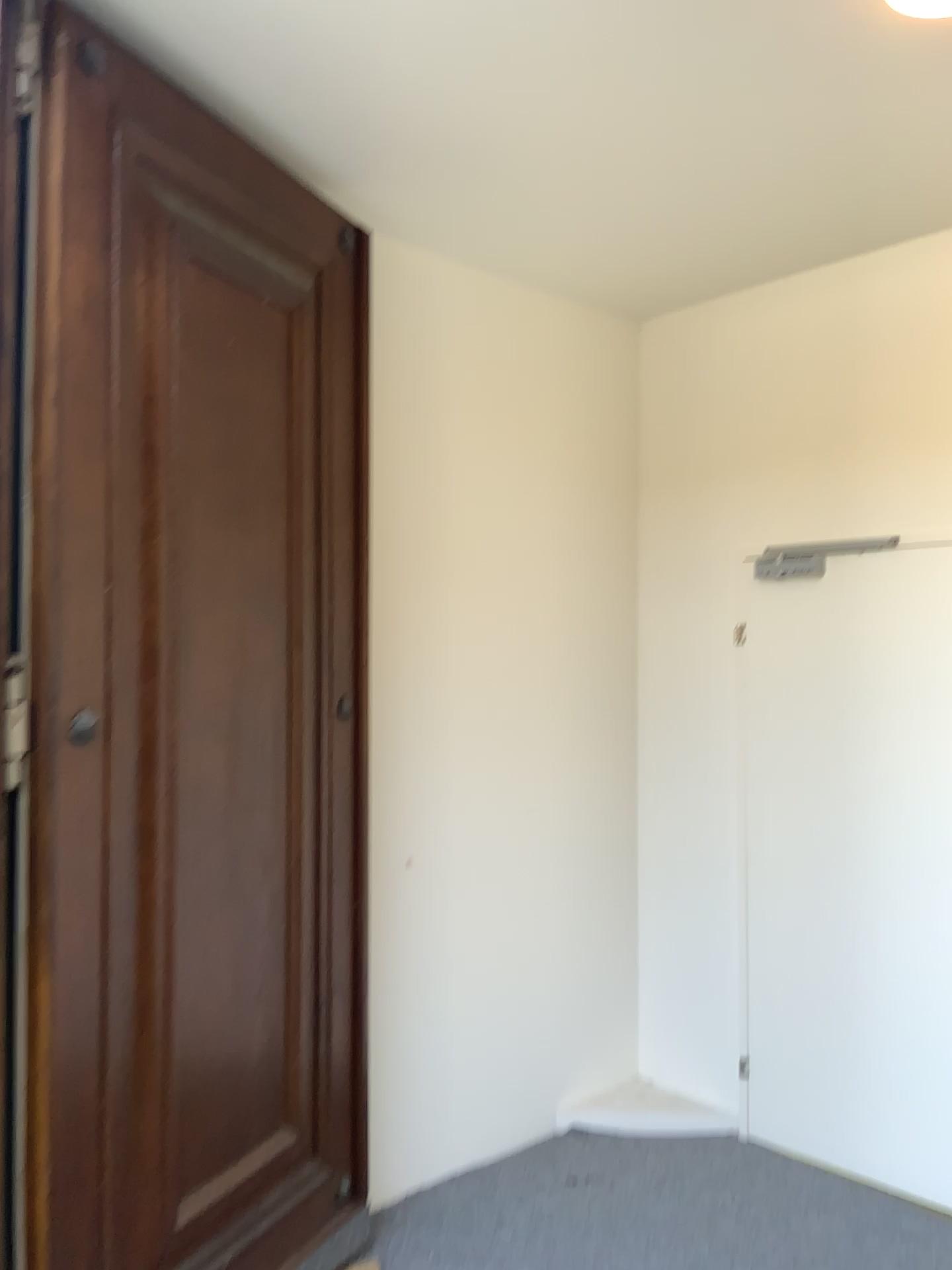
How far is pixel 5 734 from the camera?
1.9 meters

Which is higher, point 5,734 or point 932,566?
point 932,566

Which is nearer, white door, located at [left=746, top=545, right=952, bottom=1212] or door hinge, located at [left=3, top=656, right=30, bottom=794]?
door hinge, located at [left=3, top=656, right=30, bottom=794]

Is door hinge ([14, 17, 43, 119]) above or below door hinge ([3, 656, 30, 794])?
above

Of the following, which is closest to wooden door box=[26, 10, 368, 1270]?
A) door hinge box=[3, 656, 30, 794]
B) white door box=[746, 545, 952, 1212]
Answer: door hinge box=[3, 656, 30, 794]

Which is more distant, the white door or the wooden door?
the white door

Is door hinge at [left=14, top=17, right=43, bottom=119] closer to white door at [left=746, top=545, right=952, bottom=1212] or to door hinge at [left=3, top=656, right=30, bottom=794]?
door hinge at [left=3, top=656, right=30, bottom=794]

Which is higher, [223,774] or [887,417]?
[887,417]

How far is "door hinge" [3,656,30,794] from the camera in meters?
1.9 m

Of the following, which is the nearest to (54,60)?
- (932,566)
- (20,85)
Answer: (20,85)
